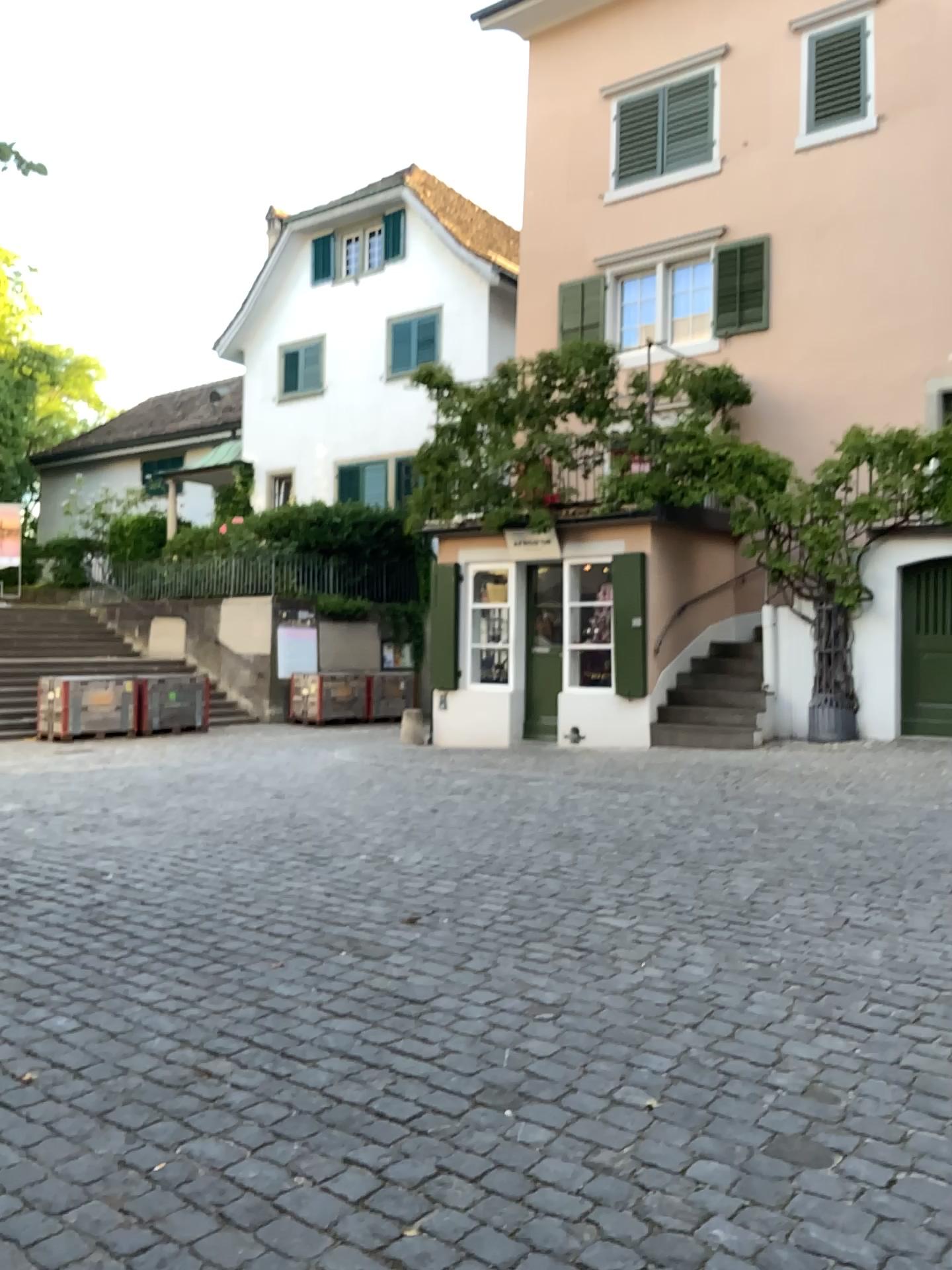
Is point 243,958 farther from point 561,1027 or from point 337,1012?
point 561,1027
